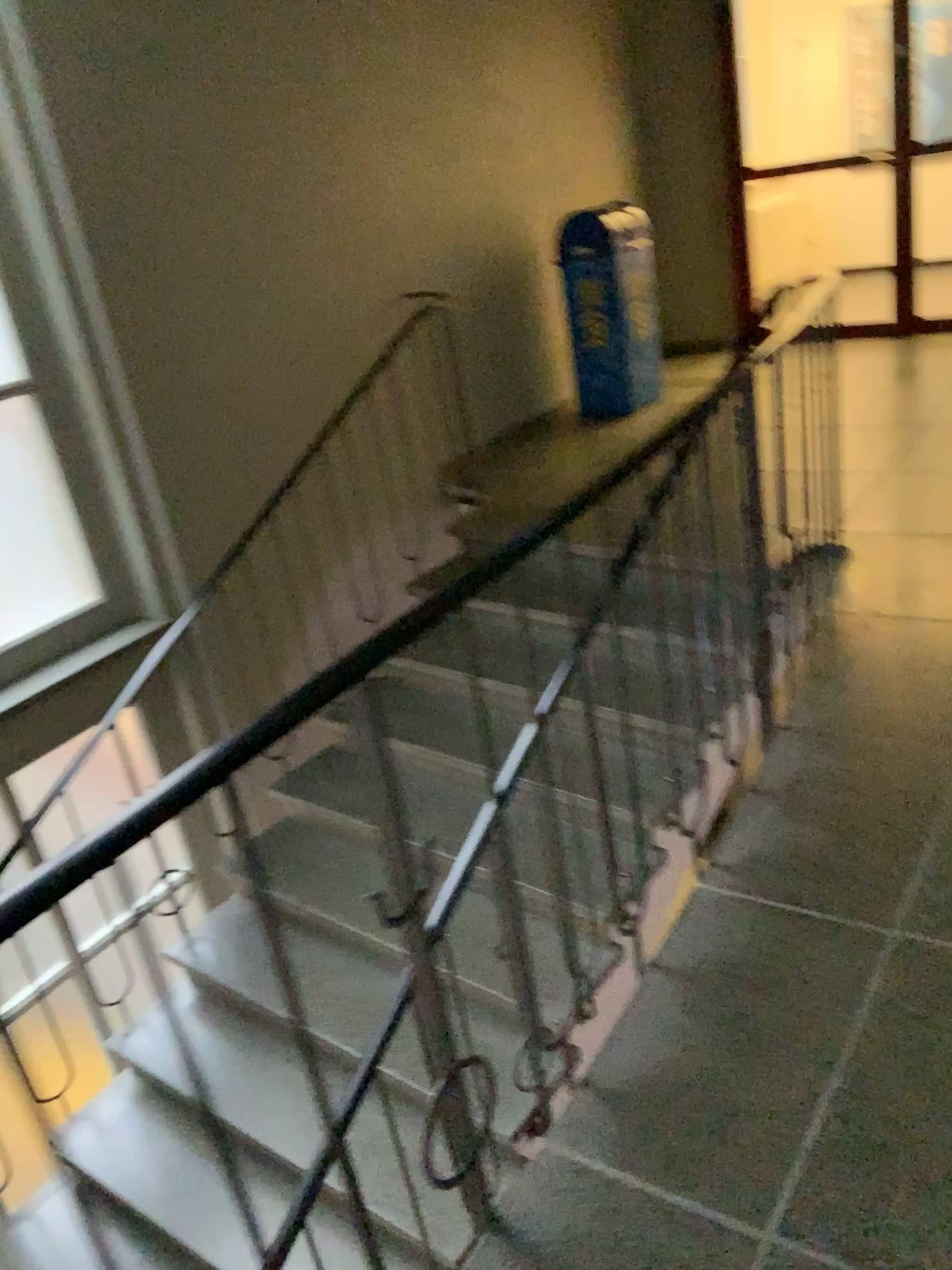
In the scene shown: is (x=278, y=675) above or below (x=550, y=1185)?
below
